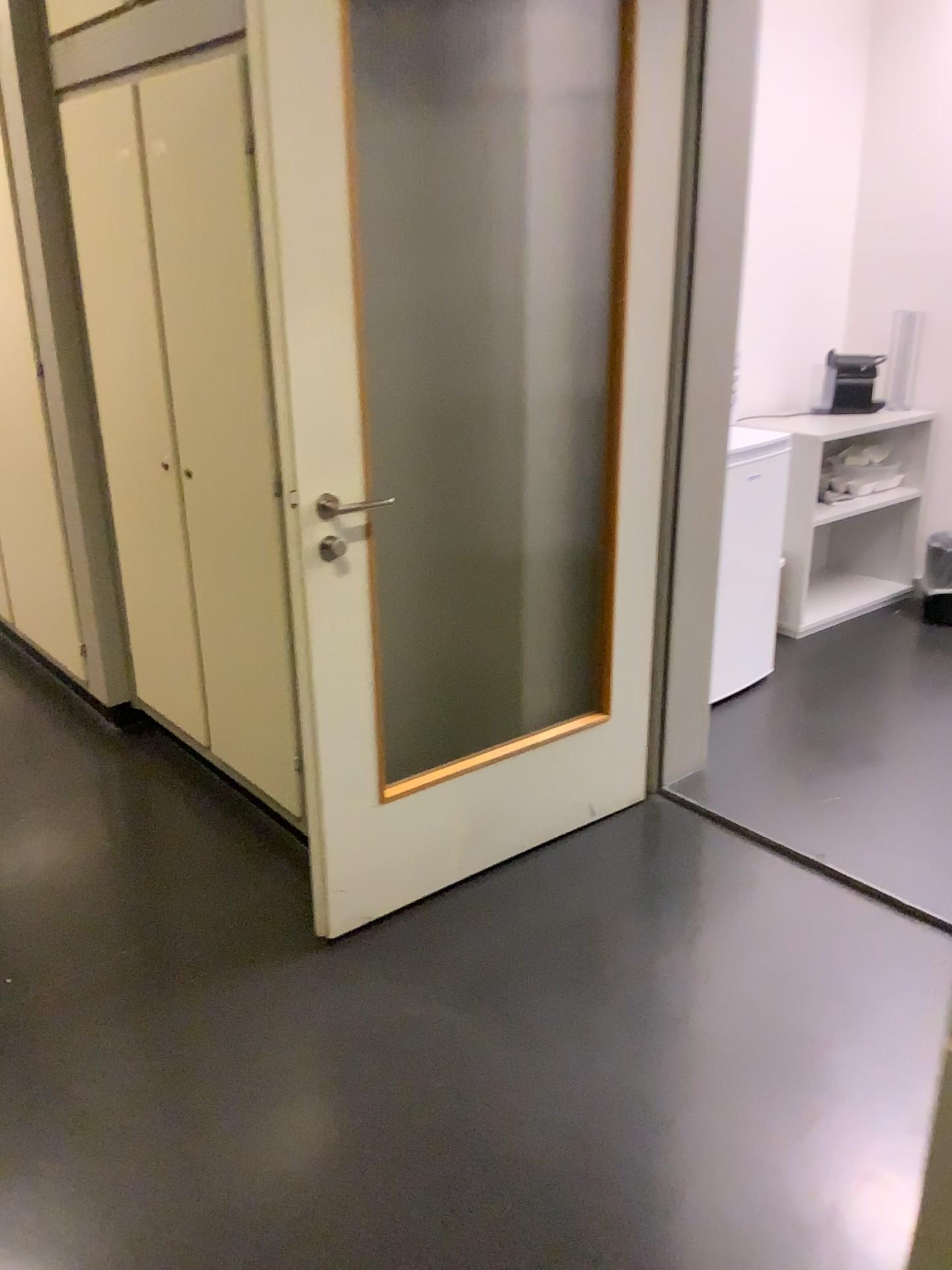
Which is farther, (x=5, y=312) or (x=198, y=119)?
(x=5, y=312)

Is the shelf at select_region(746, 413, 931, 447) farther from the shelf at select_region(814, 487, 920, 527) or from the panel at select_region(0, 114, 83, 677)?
the panel at select_region(0, 114, 83, 677)

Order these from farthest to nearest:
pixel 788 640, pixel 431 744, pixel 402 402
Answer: pixel 788 640
pixel 431 744
pixel 402 402

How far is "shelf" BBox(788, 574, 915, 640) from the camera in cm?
423

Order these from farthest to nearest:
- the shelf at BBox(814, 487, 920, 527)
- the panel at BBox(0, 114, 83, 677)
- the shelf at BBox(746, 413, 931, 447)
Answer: the shelf at BBox(814, 487, 920, 527), the shelf at BBox(746, 413, 931, 447), the panel at BBox(0, 114, 83, 677)

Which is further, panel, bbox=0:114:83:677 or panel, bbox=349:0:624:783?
panel, bbox=0:114:83:677

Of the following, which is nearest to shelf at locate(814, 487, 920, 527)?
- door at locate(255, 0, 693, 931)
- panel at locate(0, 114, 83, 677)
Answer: door at locate(255, 0, 693, 931)

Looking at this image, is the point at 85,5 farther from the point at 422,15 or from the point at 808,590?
the point at 808,590

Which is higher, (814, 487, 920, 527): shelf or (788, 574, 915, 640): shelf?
(814, 487, 920, 527): shelf

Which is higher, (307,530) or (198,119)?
(198,119)
